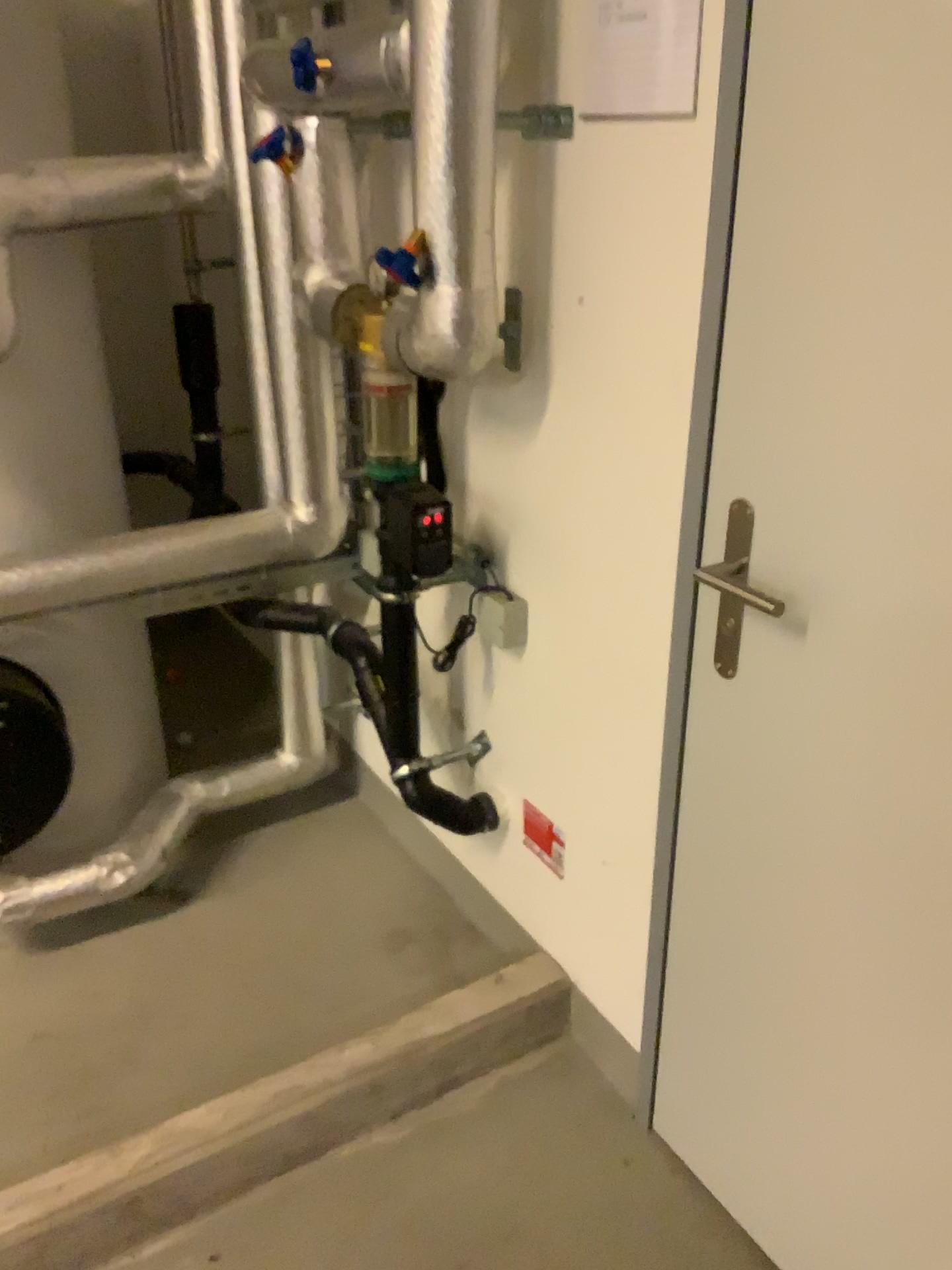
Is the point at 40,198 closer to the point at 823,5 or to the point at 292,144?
the point at 292,144

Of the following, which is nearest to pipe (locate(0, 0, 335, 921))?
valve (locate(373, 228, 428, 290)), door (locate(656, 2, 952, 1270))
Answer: valve (locate(373, 228, 428, 290))

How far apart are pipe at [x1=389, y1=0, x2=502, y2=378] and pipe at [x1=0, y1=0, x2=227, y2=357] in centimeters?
60cm

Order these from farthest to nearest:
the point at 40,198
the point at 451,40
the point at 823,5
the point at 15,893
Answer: the point at 15,893 < the point at 40,198 < the point at 451,40 < the point at 823,5

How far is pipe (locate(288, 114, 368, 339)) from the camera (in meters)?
1.68

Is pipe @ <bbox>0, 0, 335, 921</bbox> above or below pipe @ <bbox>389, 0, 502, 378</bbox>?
below

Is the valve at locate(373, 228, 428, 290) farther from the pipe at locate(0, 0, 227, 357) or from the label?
the label

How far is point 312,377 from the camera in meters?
2.1 m

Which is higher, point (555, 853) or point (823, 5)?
point (823, 5)

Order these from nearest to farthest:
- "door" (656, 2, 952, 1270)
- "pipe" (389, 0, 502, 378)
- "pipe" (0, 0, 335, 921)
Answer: "door" (656, 2, 952, 1270) → "pipe" (389, 0, 502, 378) → "pipe" (0, 0, 335, 921)
